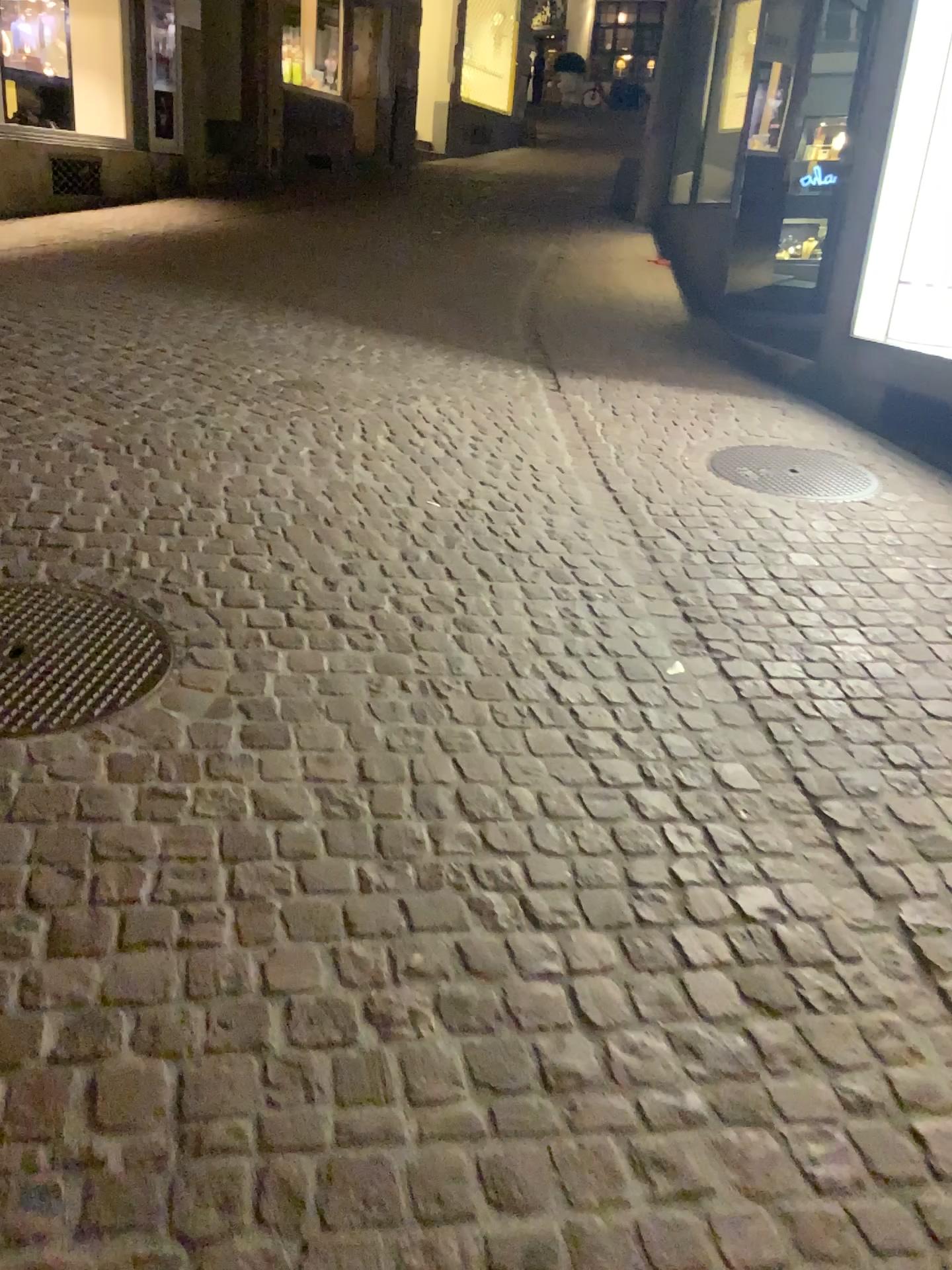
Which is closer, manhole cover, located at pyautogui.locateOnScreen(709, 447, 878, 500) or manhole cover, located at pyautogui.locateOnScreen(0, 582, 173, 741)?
manhole cover, located at pyautogui.locateOnScreen(0, 582, 173, 741)

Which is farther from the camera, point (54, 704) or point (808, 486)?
point (808, 486)

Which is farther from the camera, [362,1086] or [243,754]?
[243,754]
